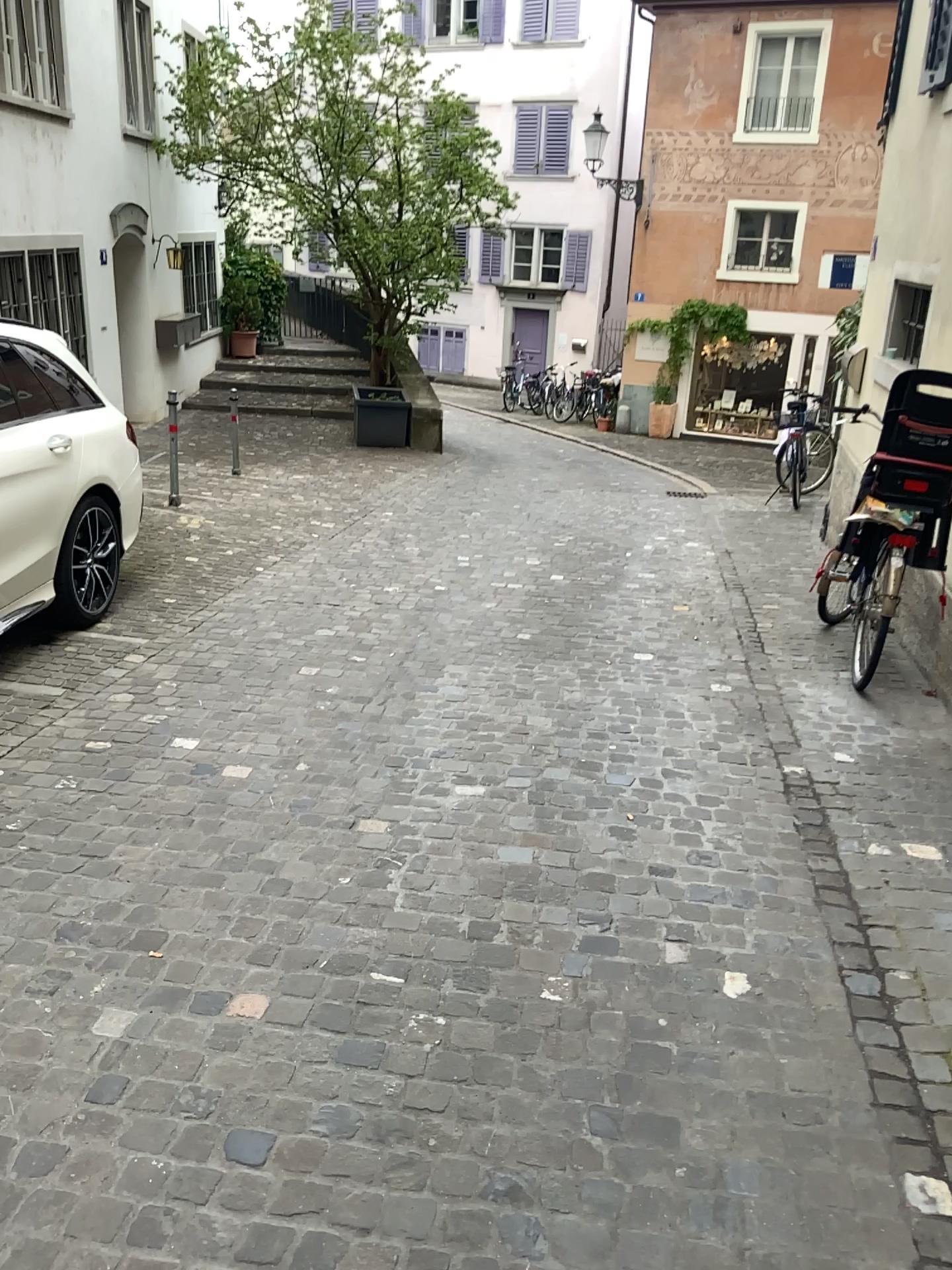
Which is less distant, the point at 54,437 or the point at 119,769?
the point at 119,769
